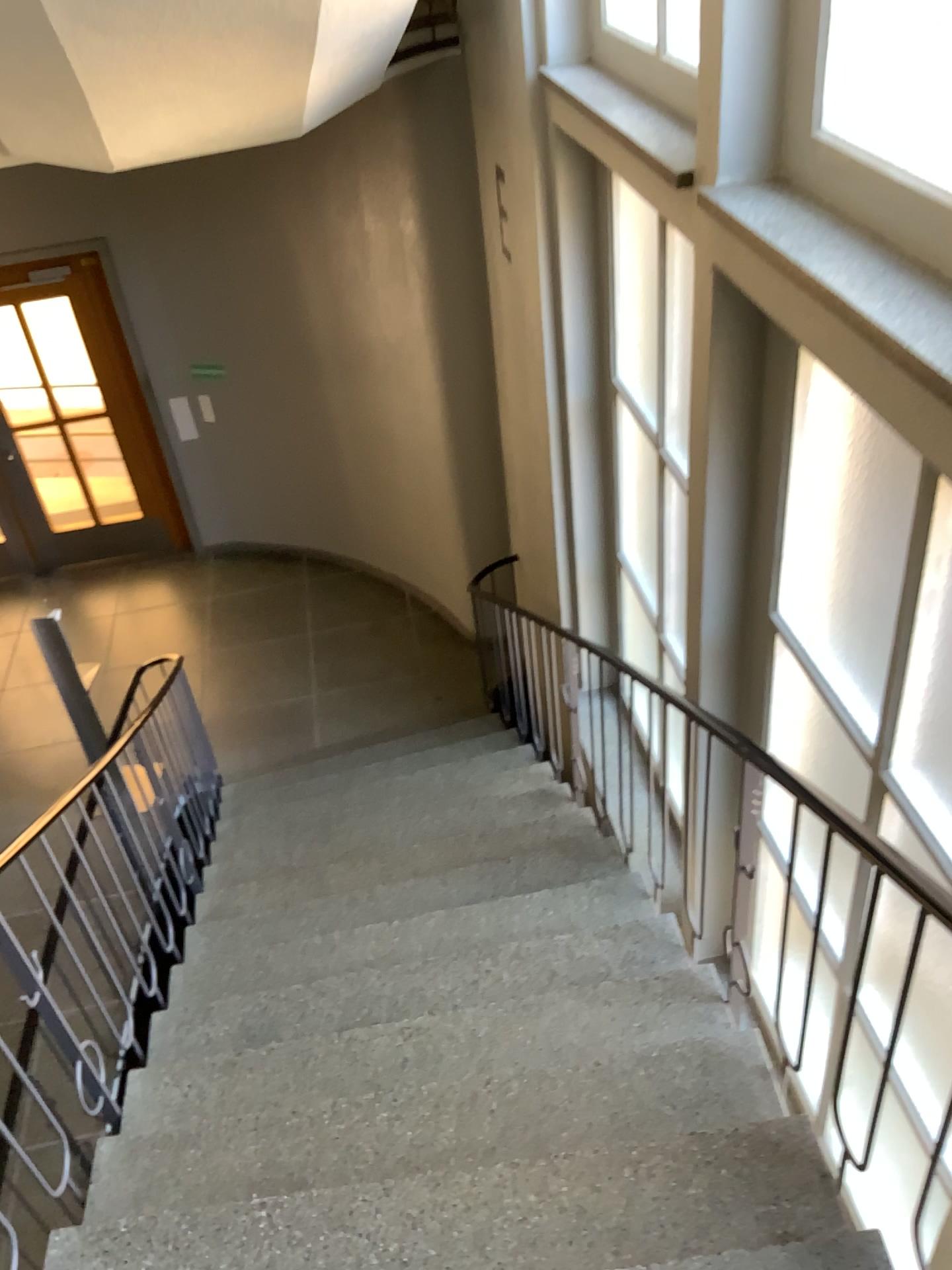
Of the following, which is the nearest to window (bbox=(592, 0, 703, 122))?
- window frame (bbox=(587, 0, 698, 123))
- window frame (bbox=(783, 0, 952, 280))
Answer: window frame (bbox=(587, 0, 698, 123))

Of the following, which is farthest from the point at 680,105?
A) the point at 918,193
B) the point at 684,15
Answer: the point at 918,193

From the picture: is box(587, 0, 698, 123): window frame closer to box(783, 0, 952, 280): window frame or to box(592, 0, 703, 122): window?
box(592, 0, 703, 122): window

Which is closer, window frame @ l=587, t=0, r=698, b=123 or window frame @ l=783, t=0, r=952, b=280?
window frame @ l=783, t=0, r=952, b=280

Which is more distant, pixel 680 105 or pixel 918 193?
pixel 680 105

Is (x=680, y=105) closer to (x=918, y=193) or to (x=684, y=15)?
(x=684, y=15)

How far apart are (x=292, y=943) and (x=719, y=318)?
2.44m

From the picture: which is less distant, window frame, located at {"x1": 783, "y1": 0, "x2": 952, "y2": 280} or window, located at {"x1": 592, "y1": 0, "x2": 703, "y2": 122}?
window frame, located at {"x1": 783, "y1": 0, "x2": 952, "y2": 280}
